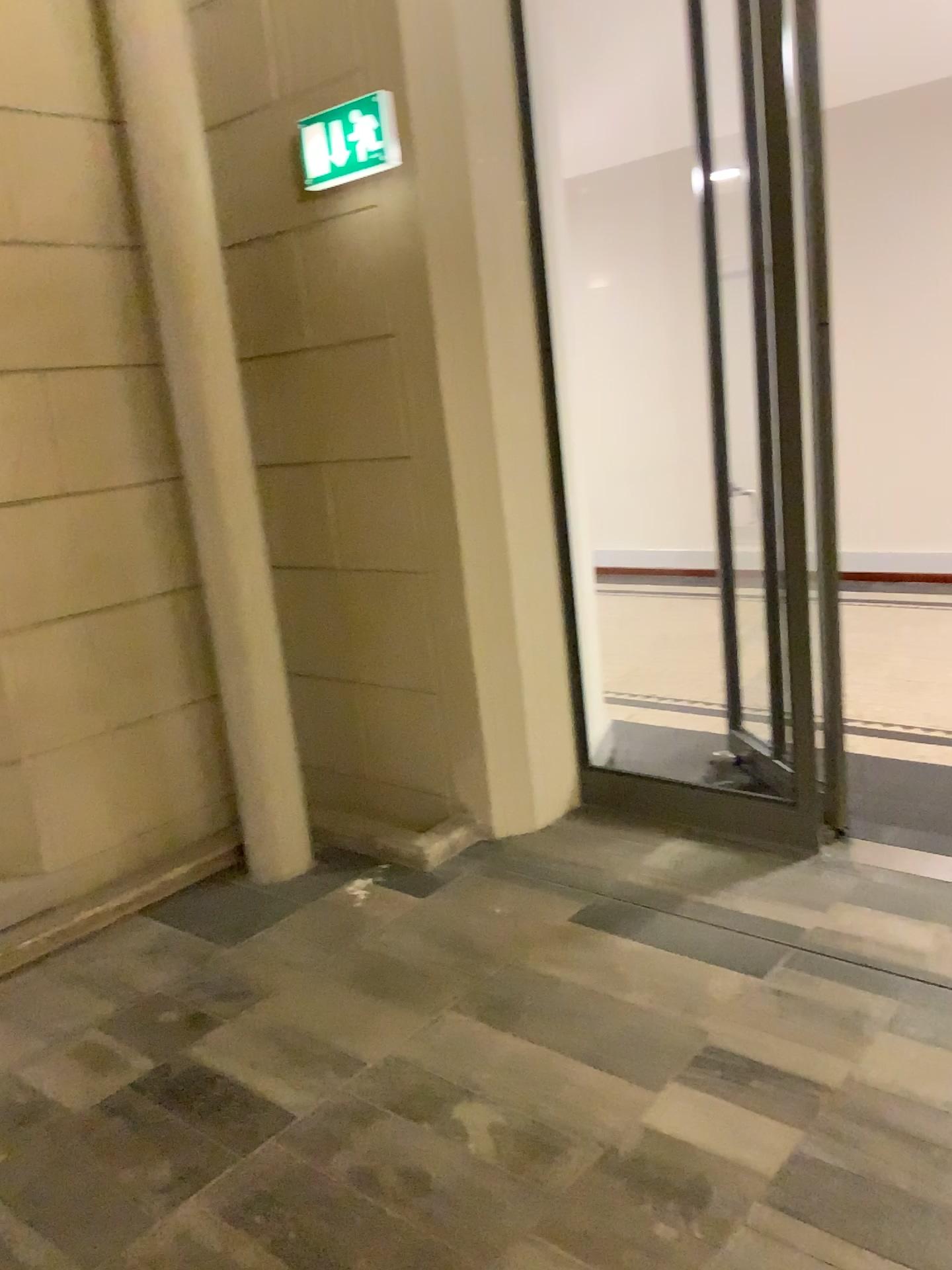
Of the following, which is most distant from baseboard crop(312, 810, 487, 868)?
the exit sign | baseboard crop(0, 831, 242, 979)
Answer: the exit sign

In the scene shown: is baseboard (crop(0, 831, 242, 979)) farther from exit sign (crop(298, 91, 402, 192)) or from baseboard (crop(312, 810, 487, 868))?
exit sign (crop(298, 91, 402, 192))

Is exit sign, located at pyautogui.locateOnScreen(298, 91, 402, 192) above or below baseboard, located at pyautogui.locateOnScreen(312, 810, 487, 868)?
above

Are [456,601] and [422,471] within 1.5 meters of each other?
yes

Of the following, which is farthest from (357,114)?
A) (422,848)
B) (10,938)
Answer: (10,938)

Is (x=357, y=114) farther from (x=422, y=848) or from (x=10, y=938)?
(x=10, y=938)

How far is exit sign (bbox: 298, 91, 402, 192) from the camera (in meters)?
3.18

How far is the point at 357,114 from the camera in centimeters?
318cm

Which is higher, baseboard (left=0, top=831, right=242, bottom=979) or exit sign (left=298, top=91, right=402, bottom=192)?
exit sign (left=298, top=91, right=402, bottom=192)
